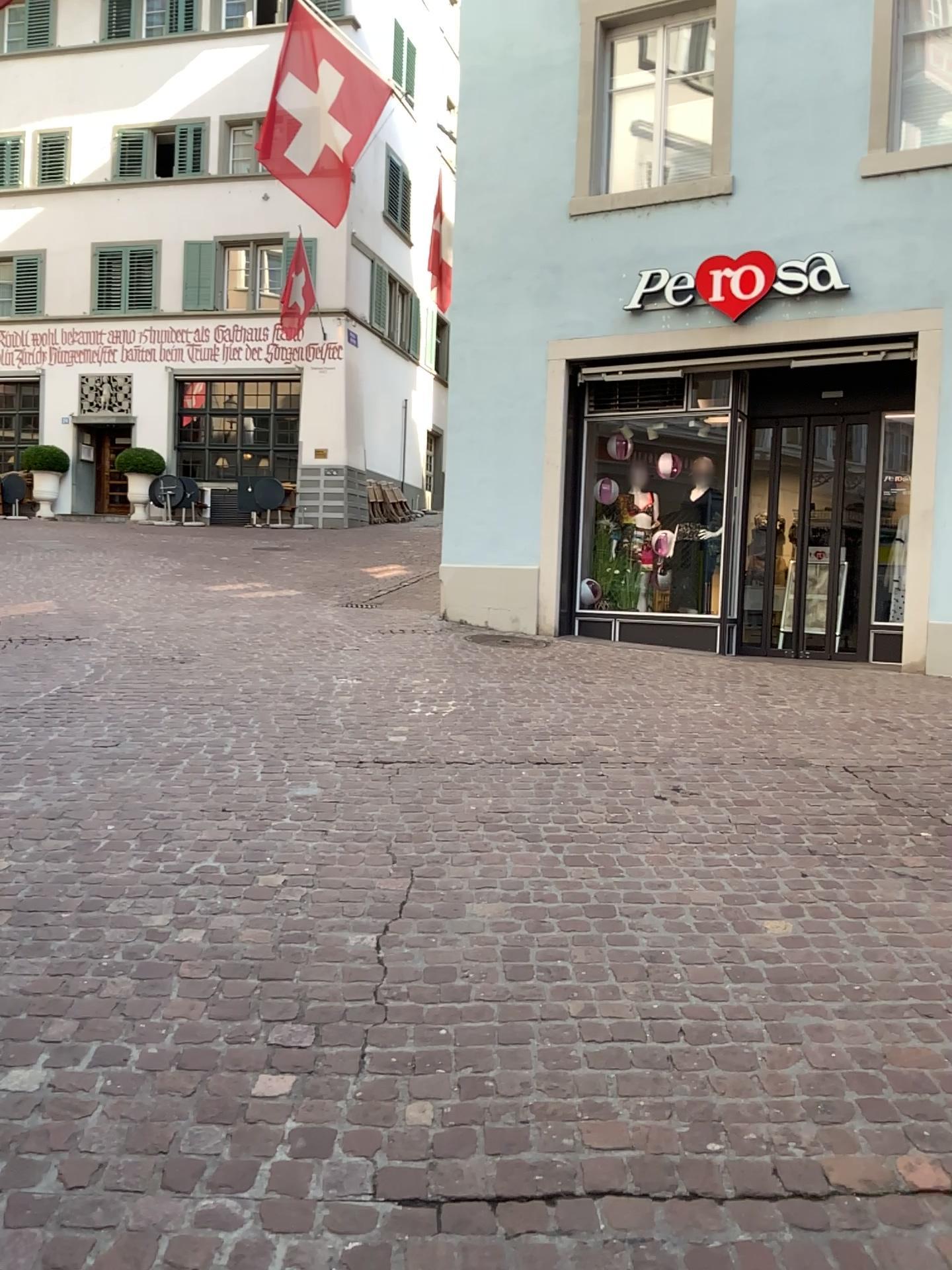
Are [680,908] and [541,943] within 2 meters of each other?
yes
